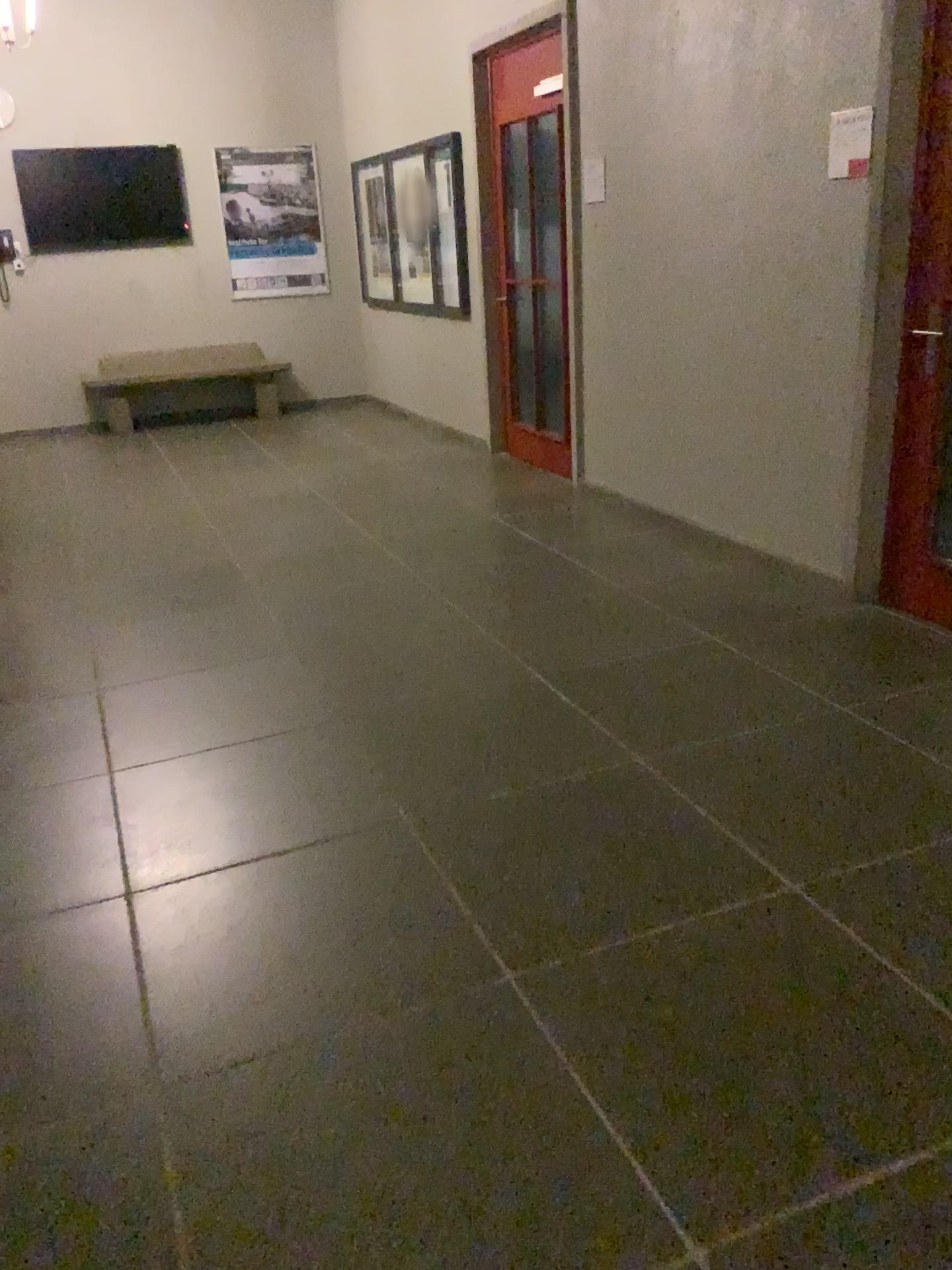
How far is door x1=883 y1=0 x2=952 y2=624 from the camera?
3.4m

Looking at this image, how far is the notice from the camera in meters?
3.6 m

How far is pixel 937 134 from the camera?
3.4m

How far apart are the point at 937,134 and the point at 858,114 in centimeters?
33cm

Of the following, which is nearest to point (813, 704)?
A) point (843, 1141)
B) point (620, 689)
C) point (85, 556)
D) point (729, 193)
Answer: point (620, 689)

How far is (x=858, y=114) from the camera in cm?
358
